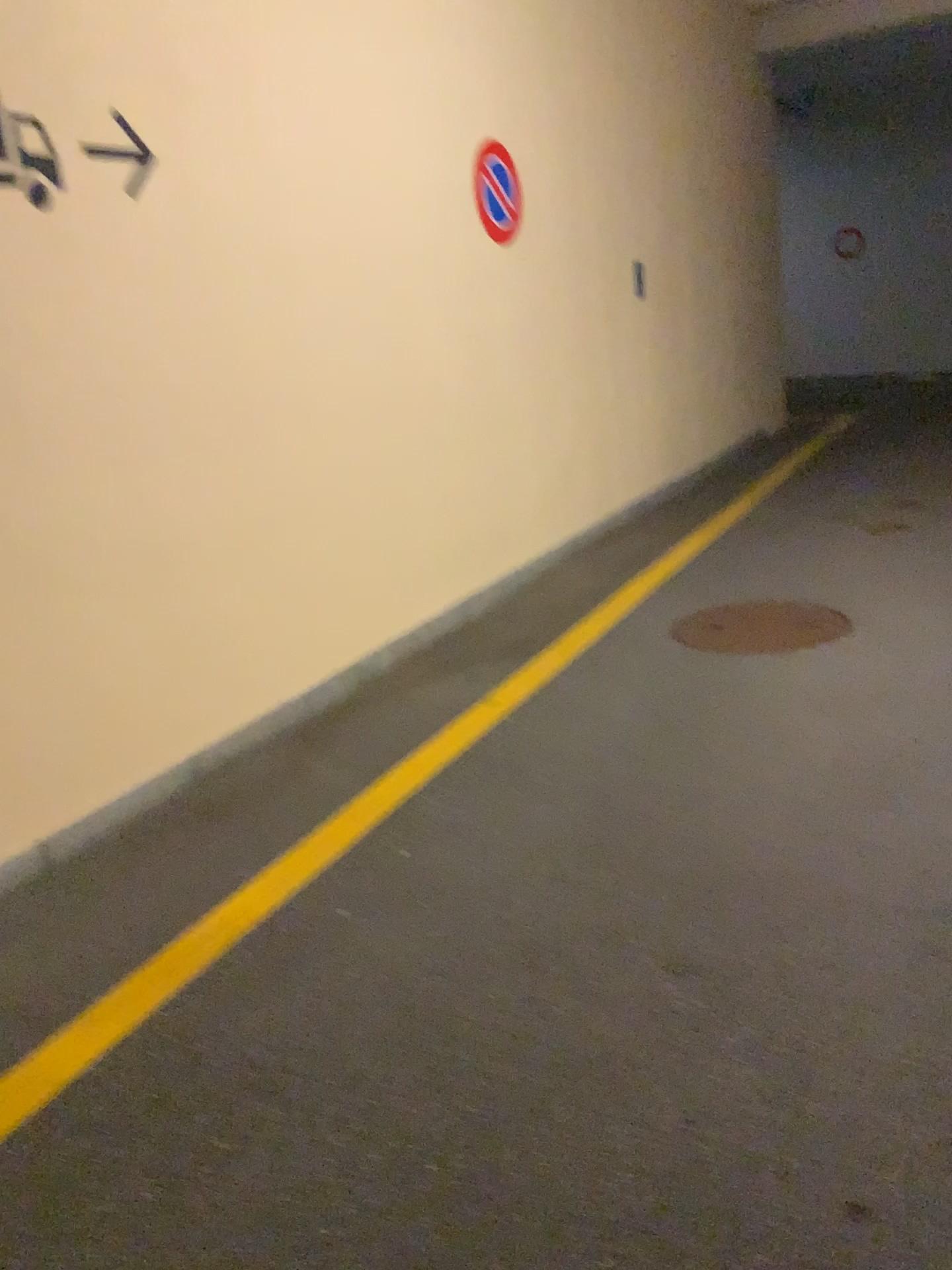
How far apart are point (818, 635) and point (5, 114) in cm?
348

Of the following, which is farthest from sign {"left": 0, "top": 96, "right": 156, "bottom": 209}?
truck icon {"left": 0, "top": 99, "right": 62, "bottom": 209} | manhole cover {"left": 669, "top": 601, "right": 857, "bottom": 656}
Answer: manhole cover {"left": 669, "top": 601, "right": 857, "bottom": 656}

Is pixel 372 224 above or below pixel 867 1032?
above

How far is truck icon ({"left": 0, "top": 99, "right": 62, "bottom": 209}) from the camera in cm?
298

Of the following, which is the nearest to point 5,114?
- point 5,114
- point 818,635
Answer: point 5,114

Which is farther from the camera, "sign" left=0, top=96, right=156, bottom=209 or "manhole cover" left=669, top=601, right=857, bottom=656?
"manhole cover" left=669, top=601, right=857, bottom=656

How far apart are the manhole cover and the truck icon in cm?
295

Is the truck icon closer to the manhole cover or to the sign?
the sign

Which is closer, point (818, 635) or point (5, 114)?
point (5, 114)

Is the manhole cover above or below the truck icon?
below
